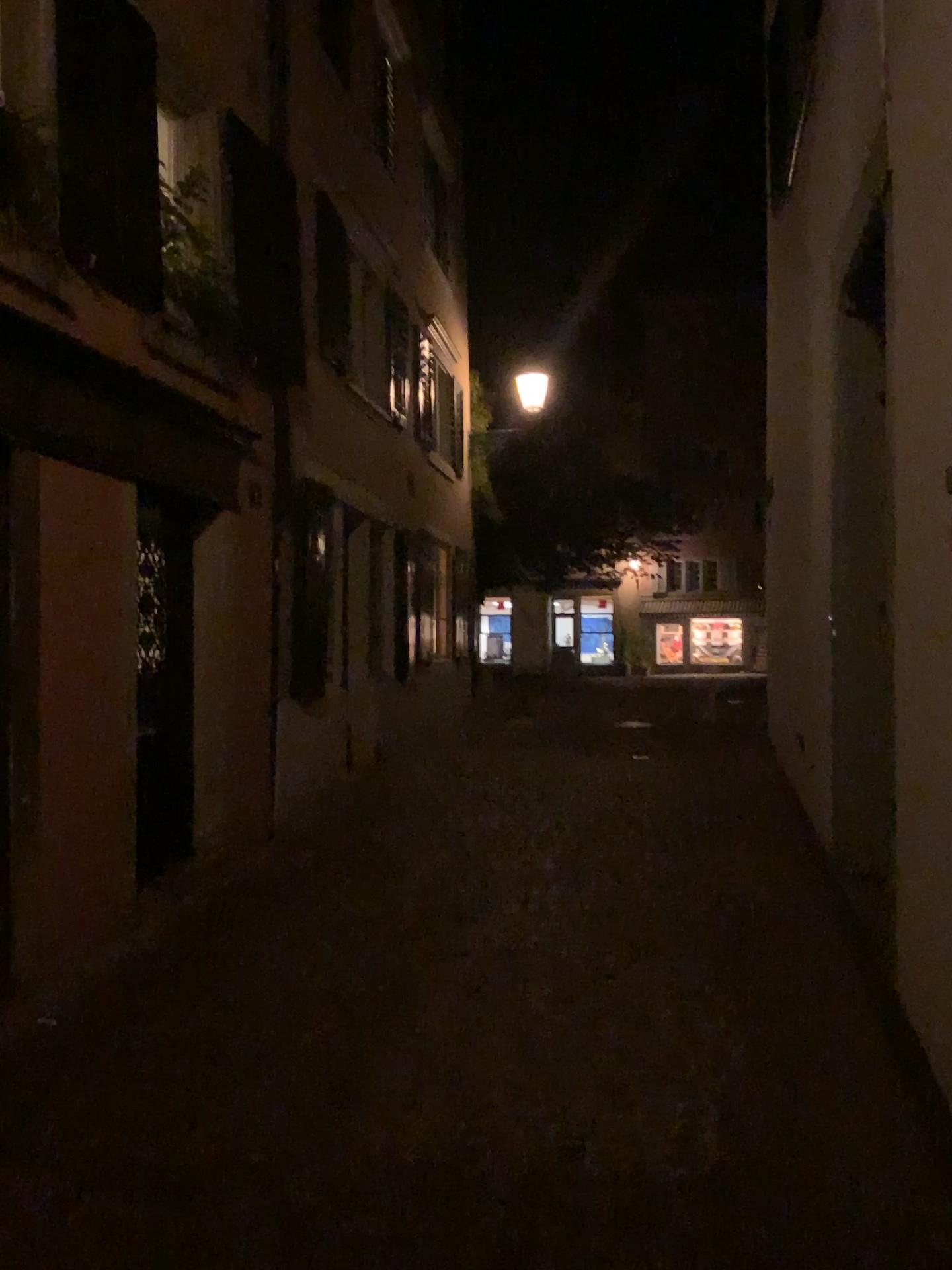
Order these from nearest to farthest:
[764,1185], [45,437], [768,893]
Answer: [764,1185] → [45,437] → [768,893]
